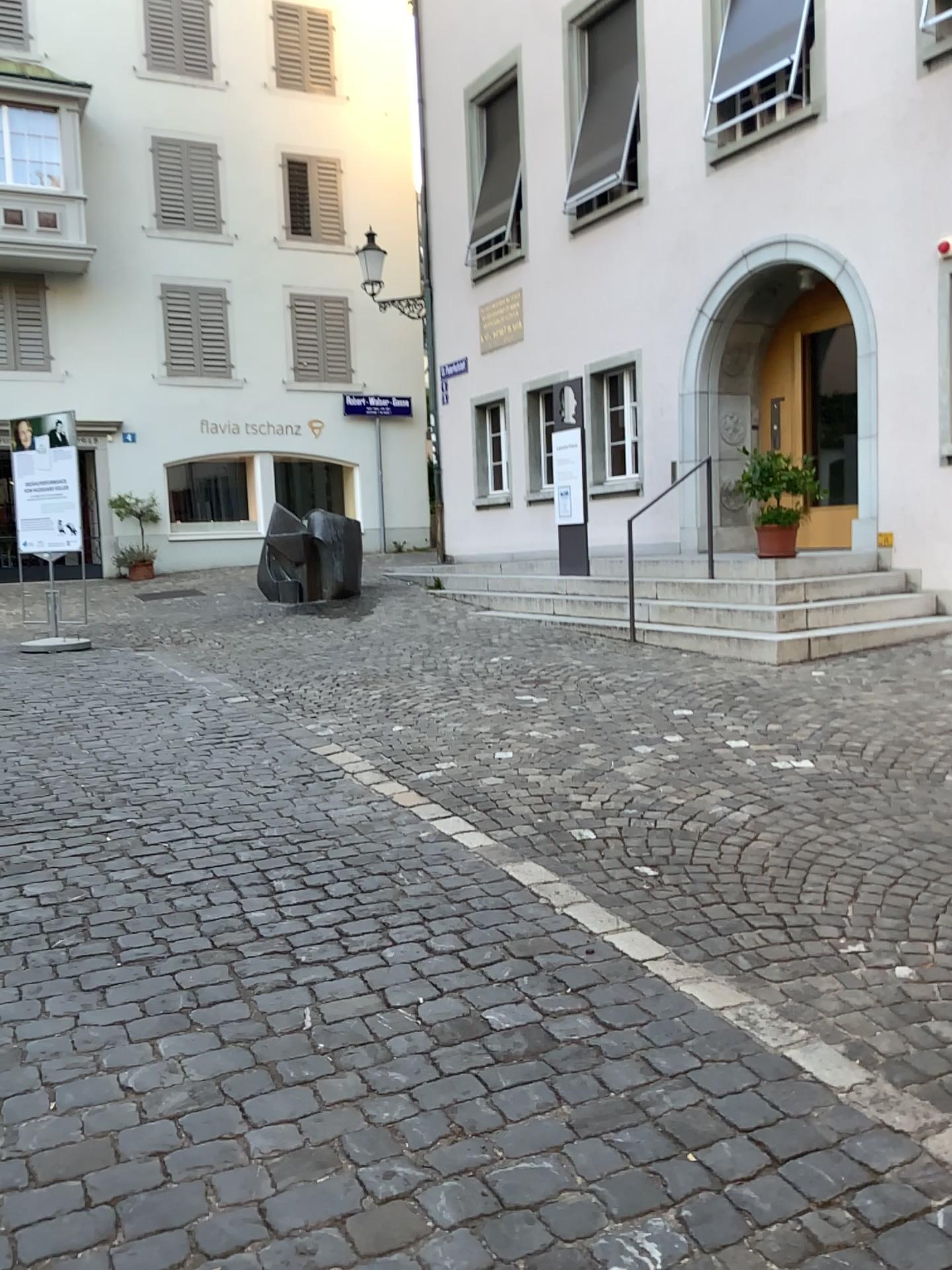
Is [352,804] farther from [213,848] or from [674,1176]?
[674,1176]
